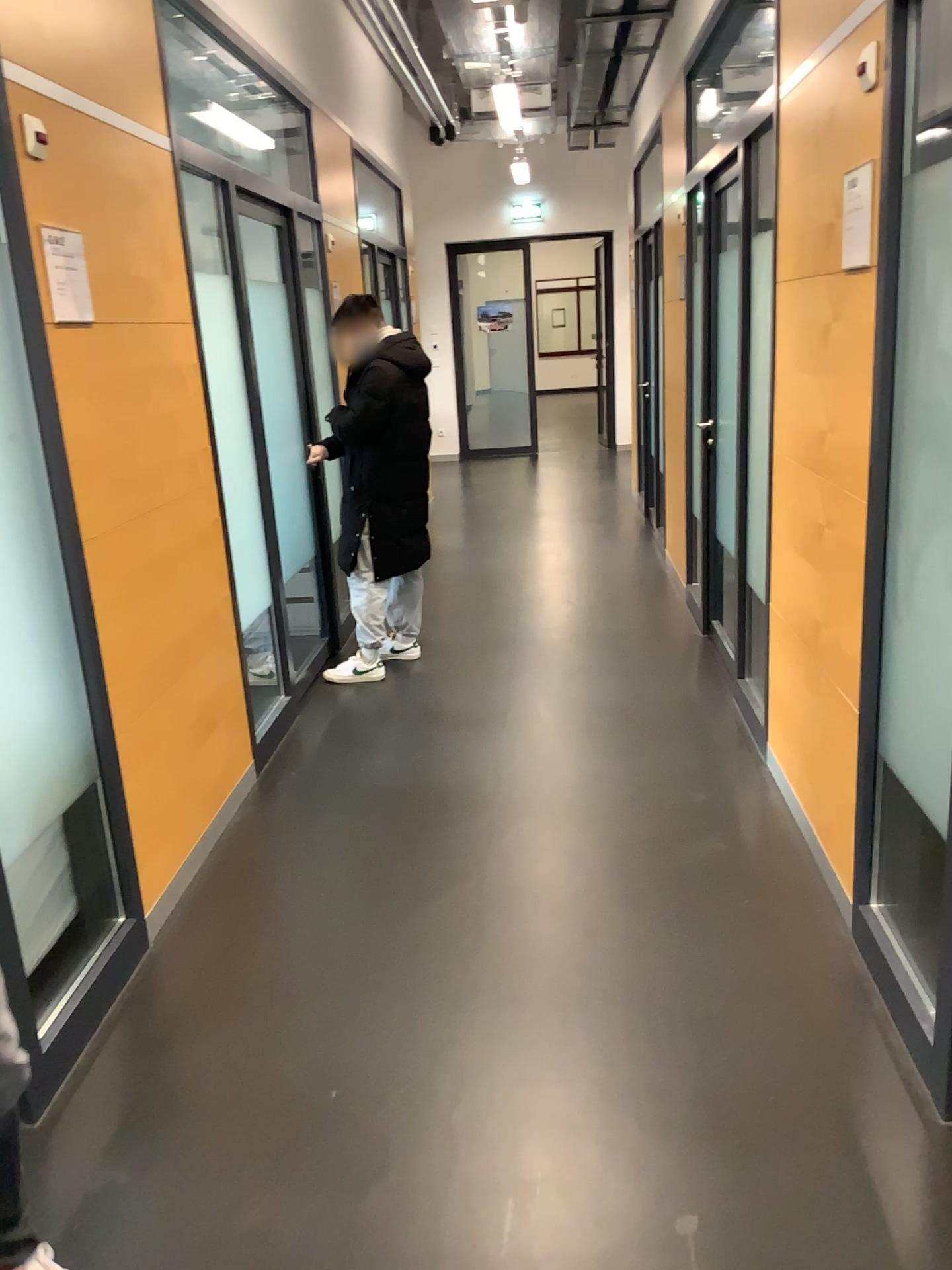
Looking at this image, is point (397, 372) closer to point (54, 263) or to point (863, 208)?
point (54, 263)

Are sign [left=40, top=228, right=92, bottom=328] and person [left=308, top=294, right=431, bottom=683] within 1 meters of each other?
no

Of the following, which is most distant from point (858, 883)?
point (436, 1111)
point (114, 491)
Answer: point (114, 491)

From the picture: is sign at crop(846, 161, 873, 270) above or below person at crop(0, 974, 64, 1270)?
above

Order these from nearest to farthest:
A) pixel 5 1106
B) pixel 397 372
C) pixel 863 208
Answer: pixel 5 1106, pixel 863 208, pixel 397 372

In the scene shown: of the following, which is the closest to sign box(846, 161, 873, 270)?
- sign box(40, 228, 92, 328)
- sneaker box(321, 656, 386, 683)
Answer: sign box(40, 228, 92, 328)

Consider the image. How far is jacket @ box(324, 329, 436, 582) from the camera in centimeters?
465cm

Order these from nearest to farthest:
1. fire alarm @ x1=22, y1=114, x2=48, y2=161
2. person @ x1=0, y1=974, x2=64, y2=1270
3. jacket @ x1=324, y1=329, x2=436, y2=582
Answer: person @ x1=0, y1=974, x2=64, y2=1270
fire alarm @ x1=22, y1=114, x2=48, y2=161
jacket @ x1=324, y1=329, x2=436, y2=582

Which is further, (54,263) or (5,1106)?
(54,263)

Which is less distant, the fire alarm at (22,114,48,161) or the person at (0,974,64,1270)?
the person at (0,974,64,1270)
